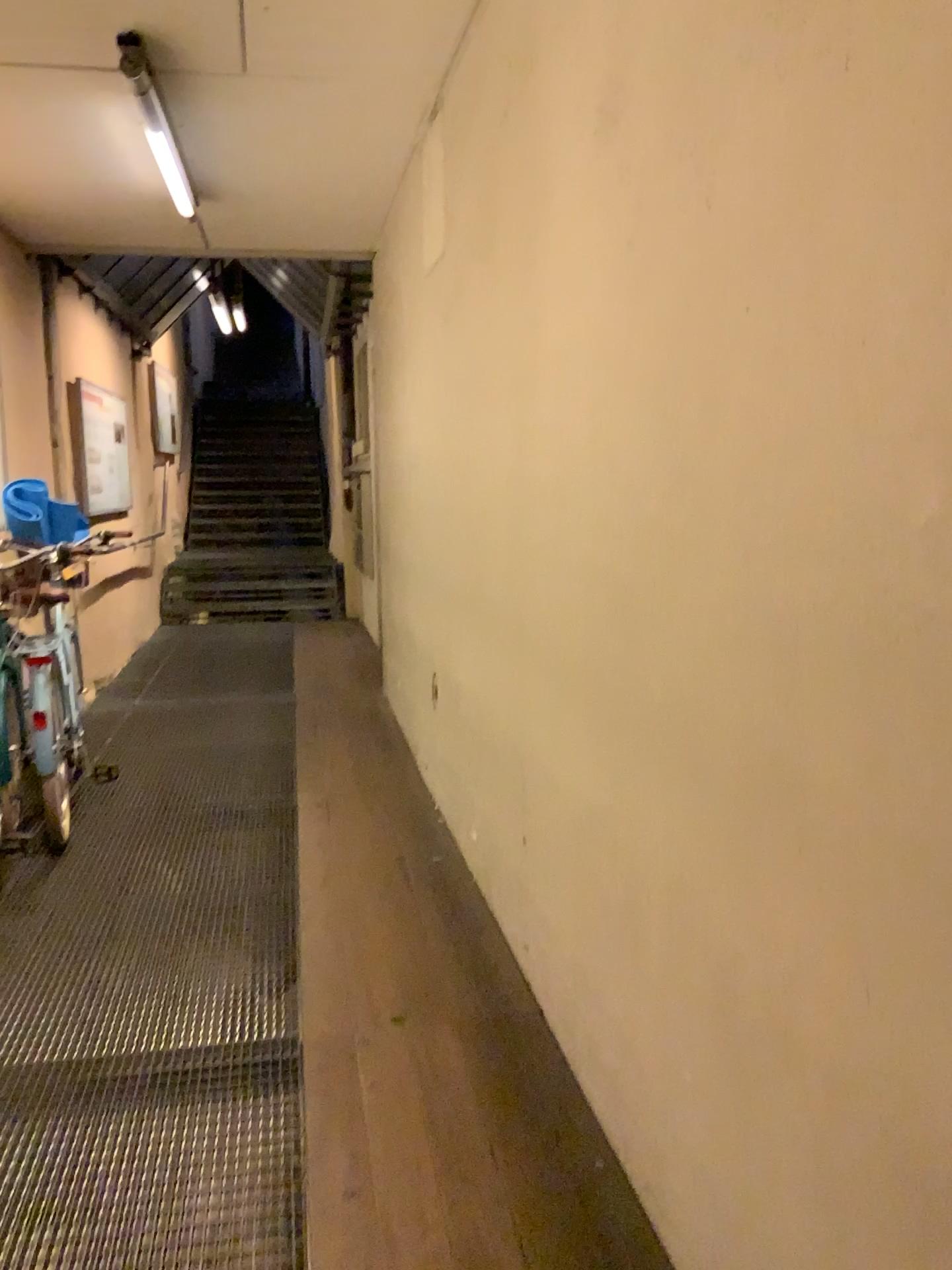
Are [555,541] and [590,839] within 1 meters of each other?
yes
